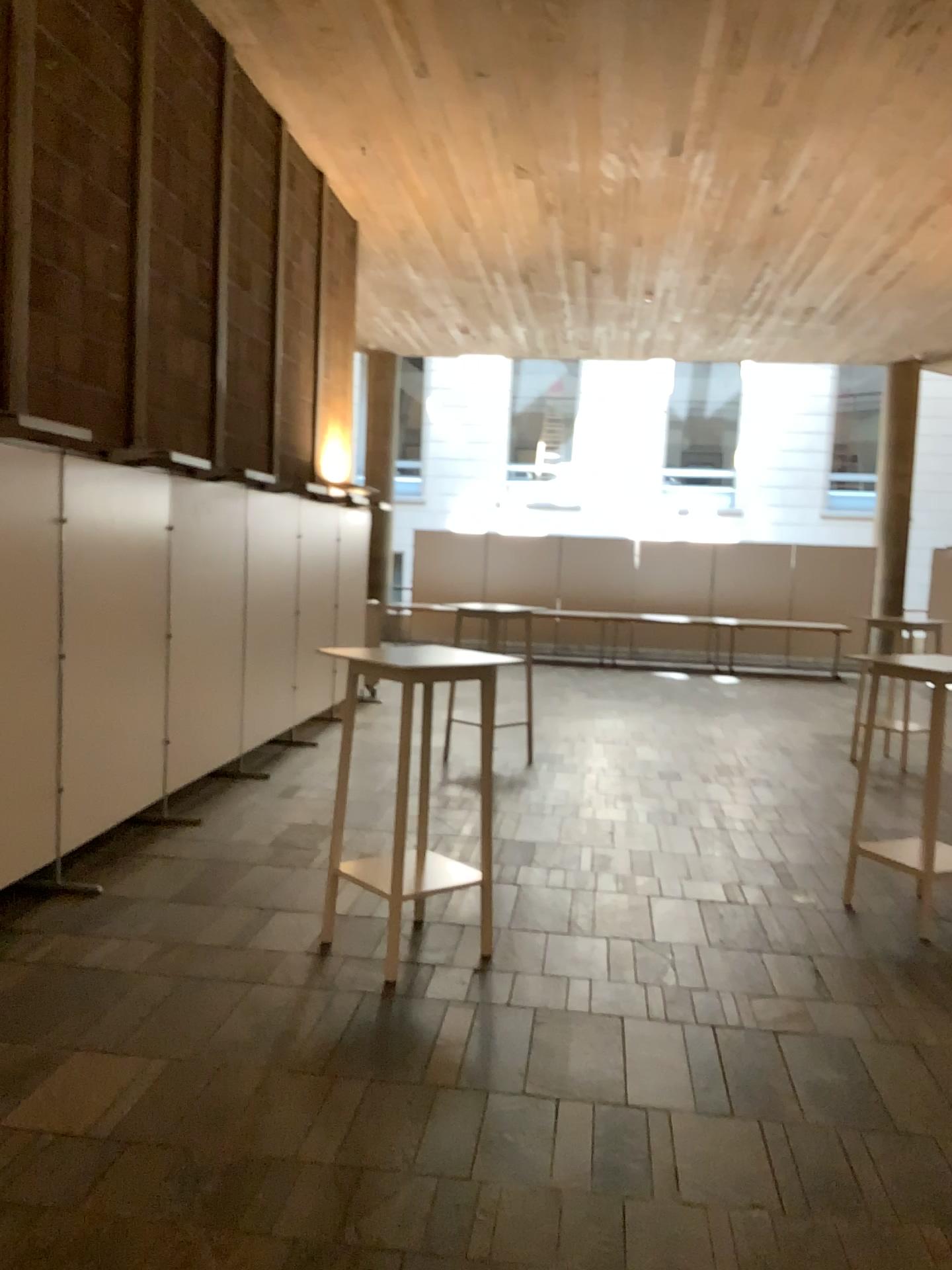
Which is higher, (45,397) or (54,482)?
(45,397)

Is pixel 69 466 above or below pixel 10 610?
above

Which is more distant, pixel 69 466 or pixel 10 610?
pixel 69 466

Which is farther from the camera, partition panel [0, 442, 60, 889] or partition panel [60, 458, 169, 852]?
partition panel [60, 458, 169, 852]

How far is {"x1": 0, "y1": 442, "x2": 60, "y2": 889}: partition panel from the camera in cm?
434

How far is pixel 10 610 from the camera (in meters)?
4.34
